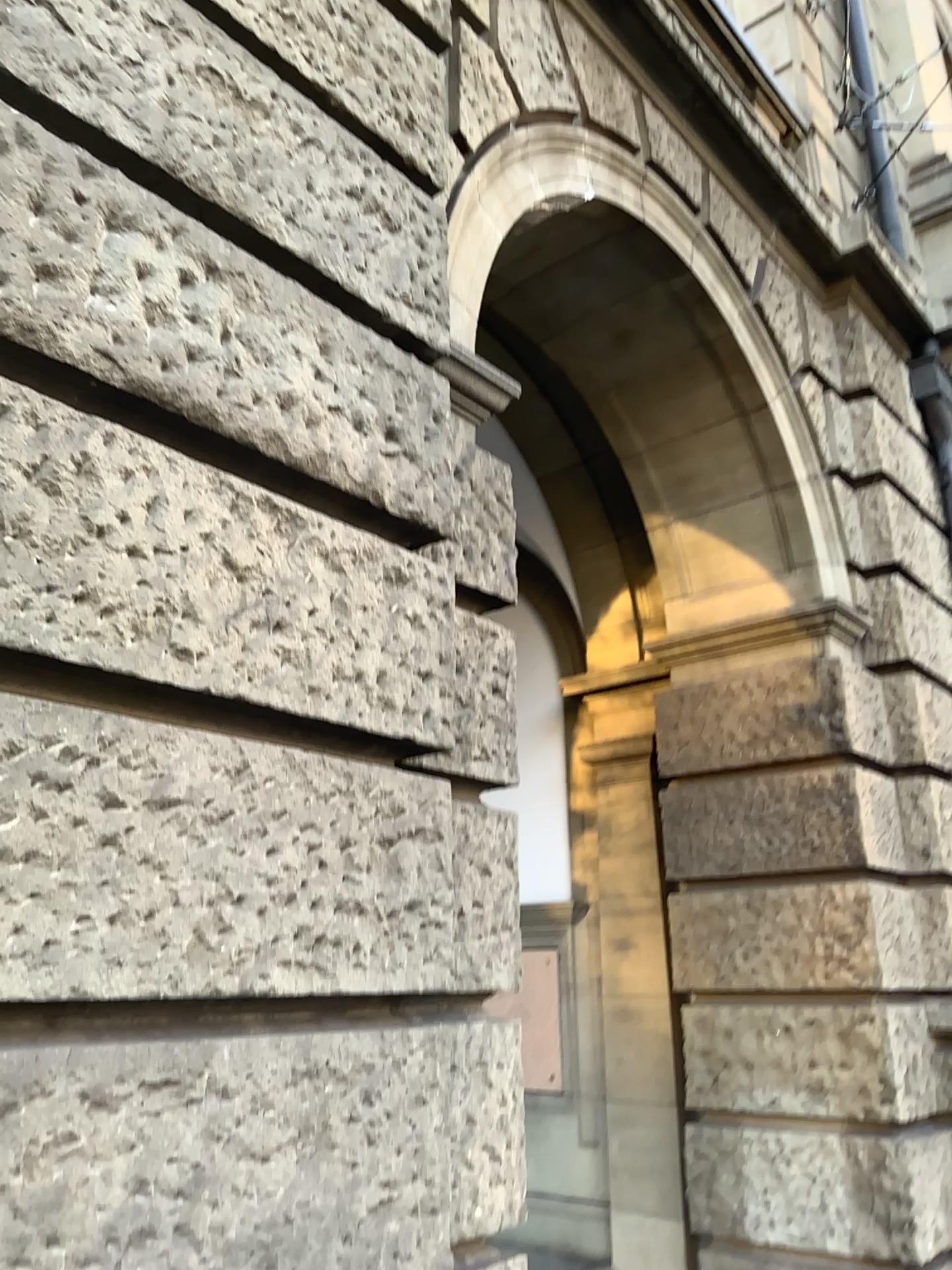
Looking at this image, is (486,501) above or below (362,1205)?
above
